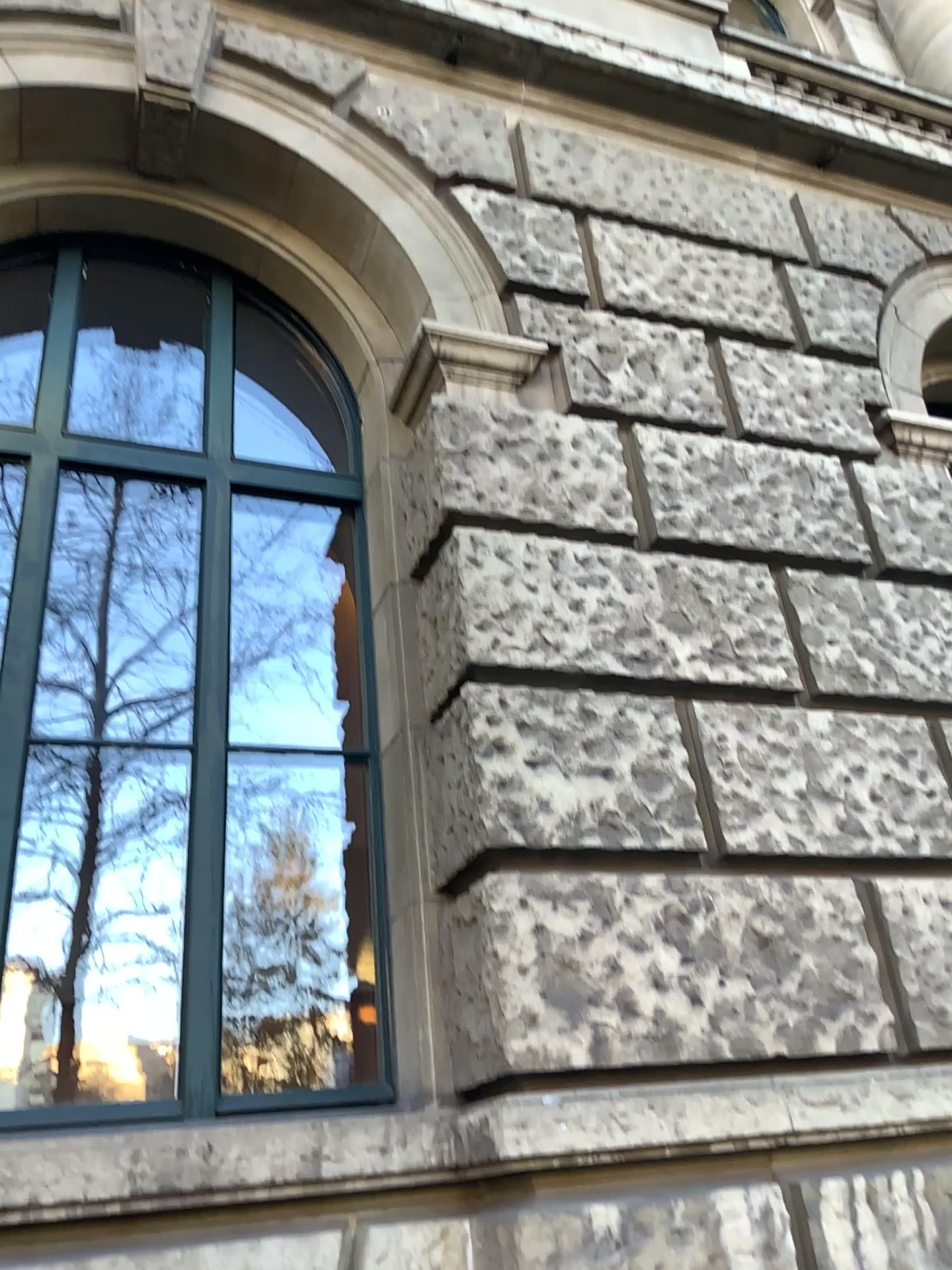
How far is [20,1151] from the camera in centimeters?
219cm

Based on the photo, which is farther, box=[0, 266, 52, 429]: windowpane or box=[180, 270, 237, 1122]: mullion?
box=[0, 266, 52, 429]: windowpane

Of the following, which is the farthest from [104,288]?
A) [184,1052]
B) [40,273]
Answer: [184,1052]

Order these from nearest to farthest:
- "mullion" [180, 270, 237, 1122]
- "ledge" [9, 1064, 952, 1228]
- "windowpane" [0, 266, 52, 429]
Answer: "ledge" [9, 1064, 952, 1228] < "mullion" [180, 270, 237, 1122] < "windowpane" [0, 266, 52, 429]

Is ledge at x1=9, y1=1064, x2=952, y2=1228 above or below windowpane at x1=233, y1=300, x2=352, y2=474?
below

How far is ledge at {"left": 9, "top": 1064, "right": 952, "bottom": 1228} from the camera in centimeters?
219cm

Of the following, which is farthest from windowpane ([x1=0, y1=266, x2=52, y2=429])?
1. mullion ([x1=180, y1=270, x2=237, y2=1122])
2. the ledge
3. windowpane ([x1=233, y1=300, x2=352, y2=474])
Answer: the ledge

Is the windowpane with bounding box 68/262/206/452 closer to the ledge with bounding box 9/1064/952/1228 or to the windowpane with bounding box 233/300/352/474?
the windowpane with bounding box 233/300/352/474

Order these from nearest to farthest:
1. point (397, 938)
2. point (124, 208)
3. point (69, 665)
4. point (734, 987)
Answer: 1. point (734, 987)
2. point (397, 938)
3. point (69, 665)
4. point (124, 208)

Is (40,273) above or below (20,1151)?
above
